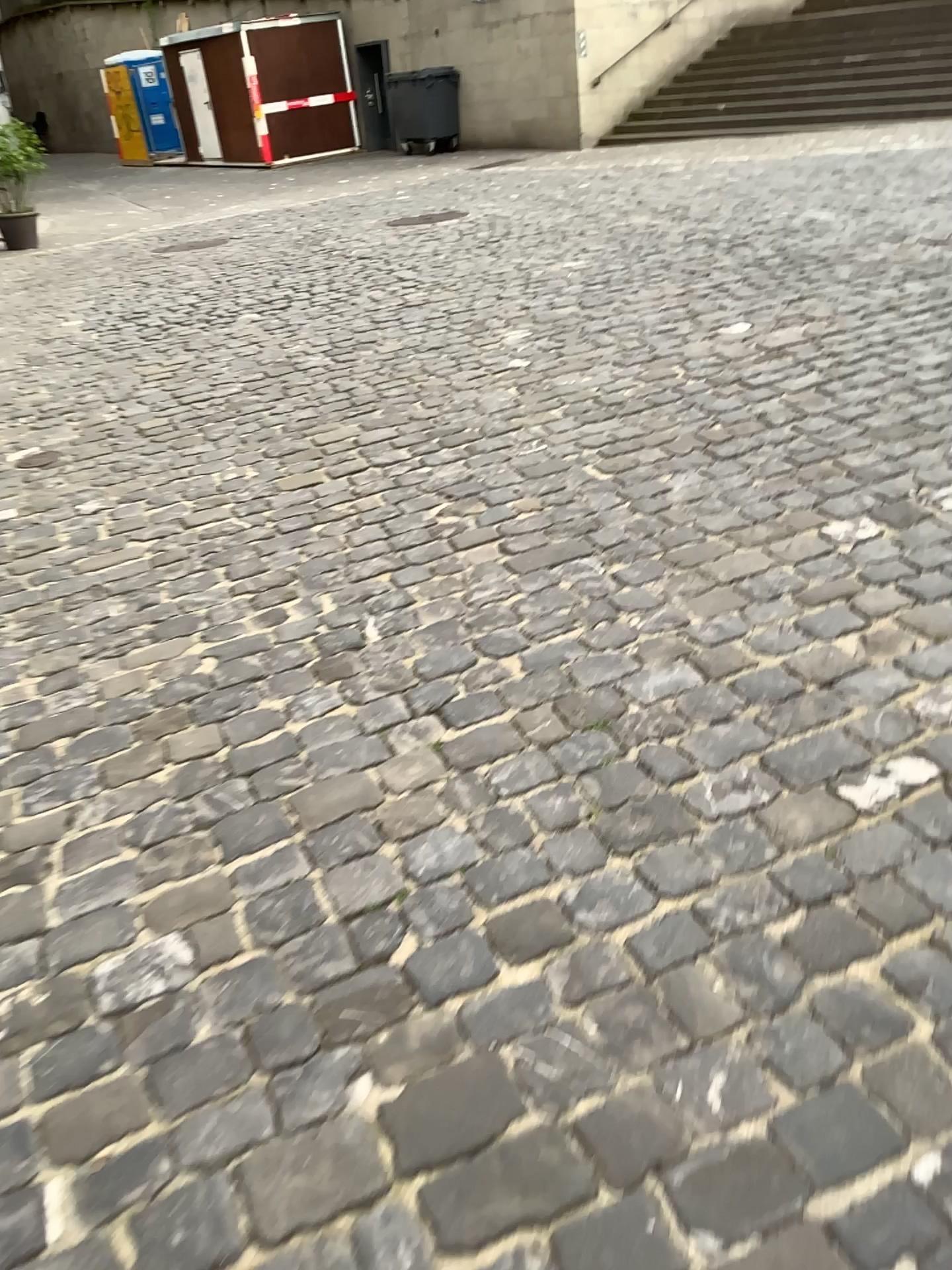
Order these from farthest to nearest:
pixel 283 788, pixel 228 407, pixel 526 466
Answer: pixel 228 407, pixel 526 466, pixel 283 788
